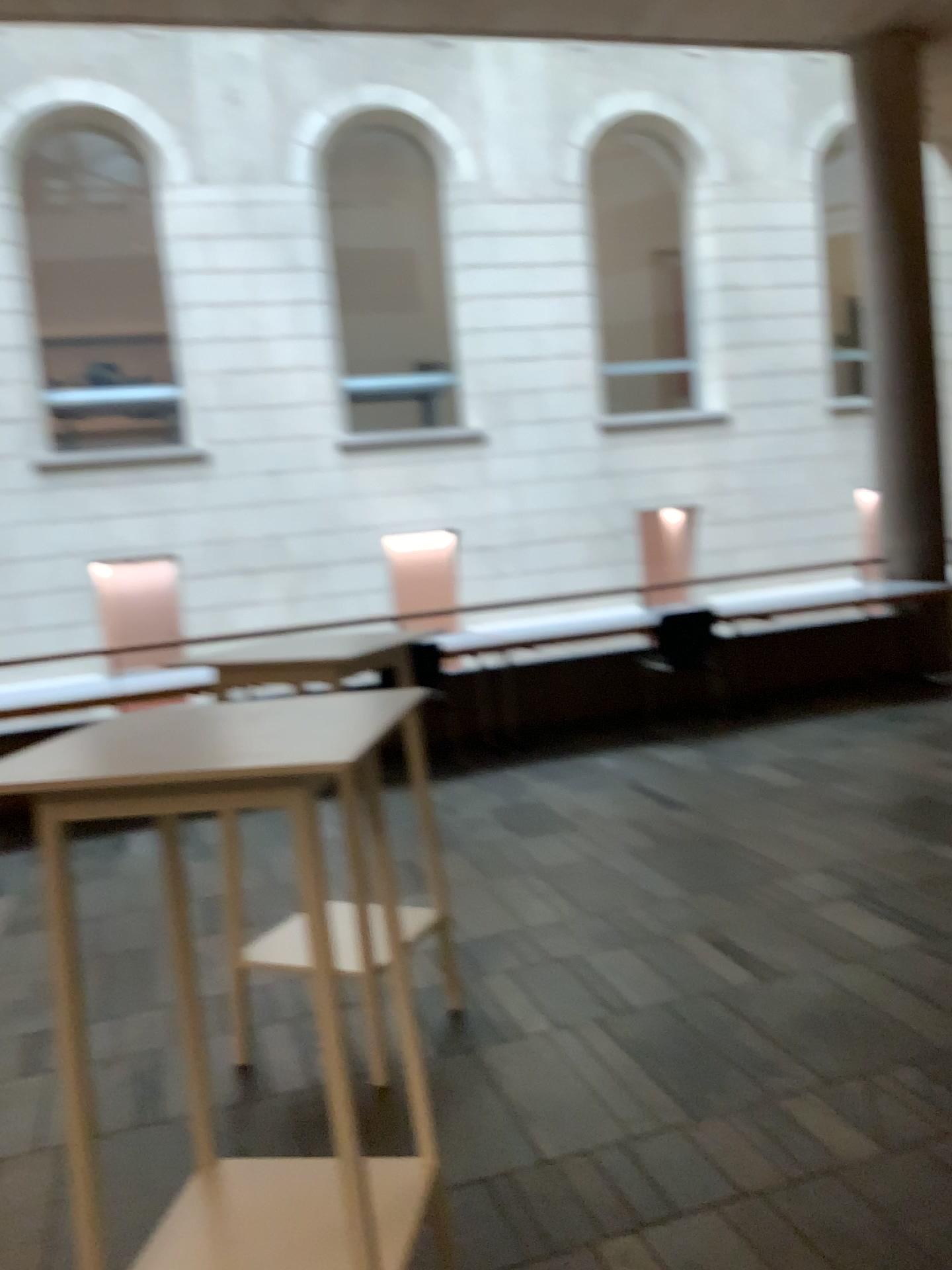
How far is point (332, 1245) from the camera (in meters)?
1.82

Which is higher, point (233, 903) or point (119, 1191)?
point (233, 903)

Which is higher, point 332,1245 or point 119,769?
point 119,769

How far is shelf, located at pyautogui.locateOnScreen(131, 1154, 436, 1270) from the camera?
1.8 meters

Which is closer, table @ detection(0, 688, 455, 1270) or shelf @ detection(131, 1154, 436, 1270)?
table @ detection(0, 688, 455, 1270)

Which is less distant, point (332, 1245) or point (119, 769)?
point (119, 769)
